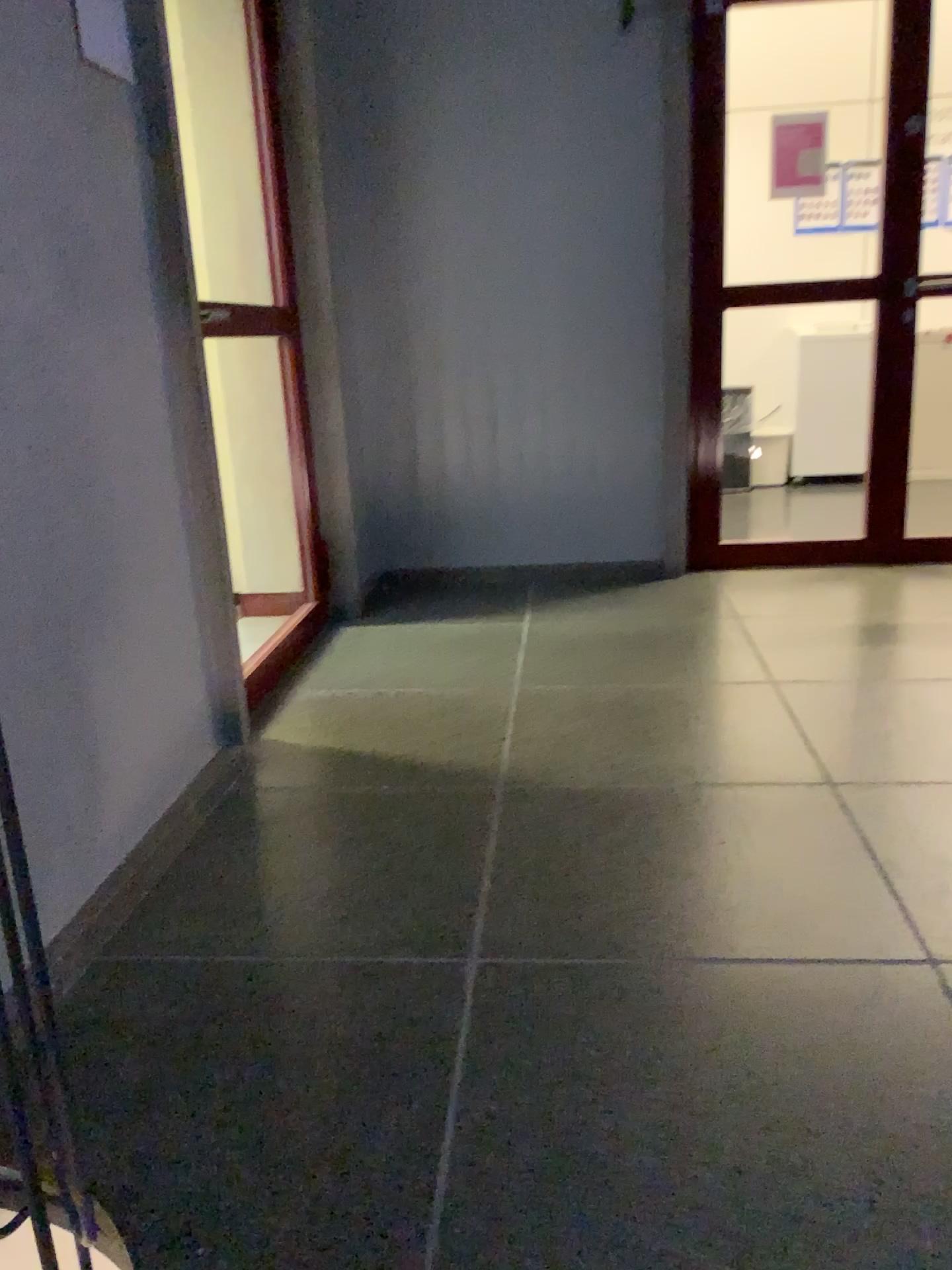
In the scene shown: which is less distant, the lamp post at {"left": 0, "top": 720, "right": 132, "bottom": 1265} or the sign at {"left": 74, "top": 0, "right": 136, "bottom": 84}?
the lamp post at {"left": 0, "top": 720, "right": 132, "bottom": 1265}

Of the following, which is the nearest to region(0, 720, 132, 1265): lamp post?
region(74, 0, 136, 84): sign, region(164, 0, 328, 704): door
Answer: region(74, 0, 136, 84): sign

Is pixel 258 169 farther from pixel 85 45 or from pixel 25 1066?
pixel 25 1066

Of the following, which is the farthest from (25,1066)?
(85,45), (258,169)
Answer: (258,169)

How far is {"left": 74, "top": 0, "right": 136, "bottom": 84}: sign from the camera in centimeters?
189cm

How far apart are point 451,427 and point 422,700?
1.57m

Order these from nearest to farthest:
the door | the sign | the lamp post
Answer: the lamp post
the sign
the door

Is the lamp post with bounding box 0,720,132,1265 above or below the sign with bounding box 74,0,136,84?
below

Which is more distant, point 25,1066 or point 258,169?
point 258,169

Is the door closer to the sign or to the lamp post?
the sign
